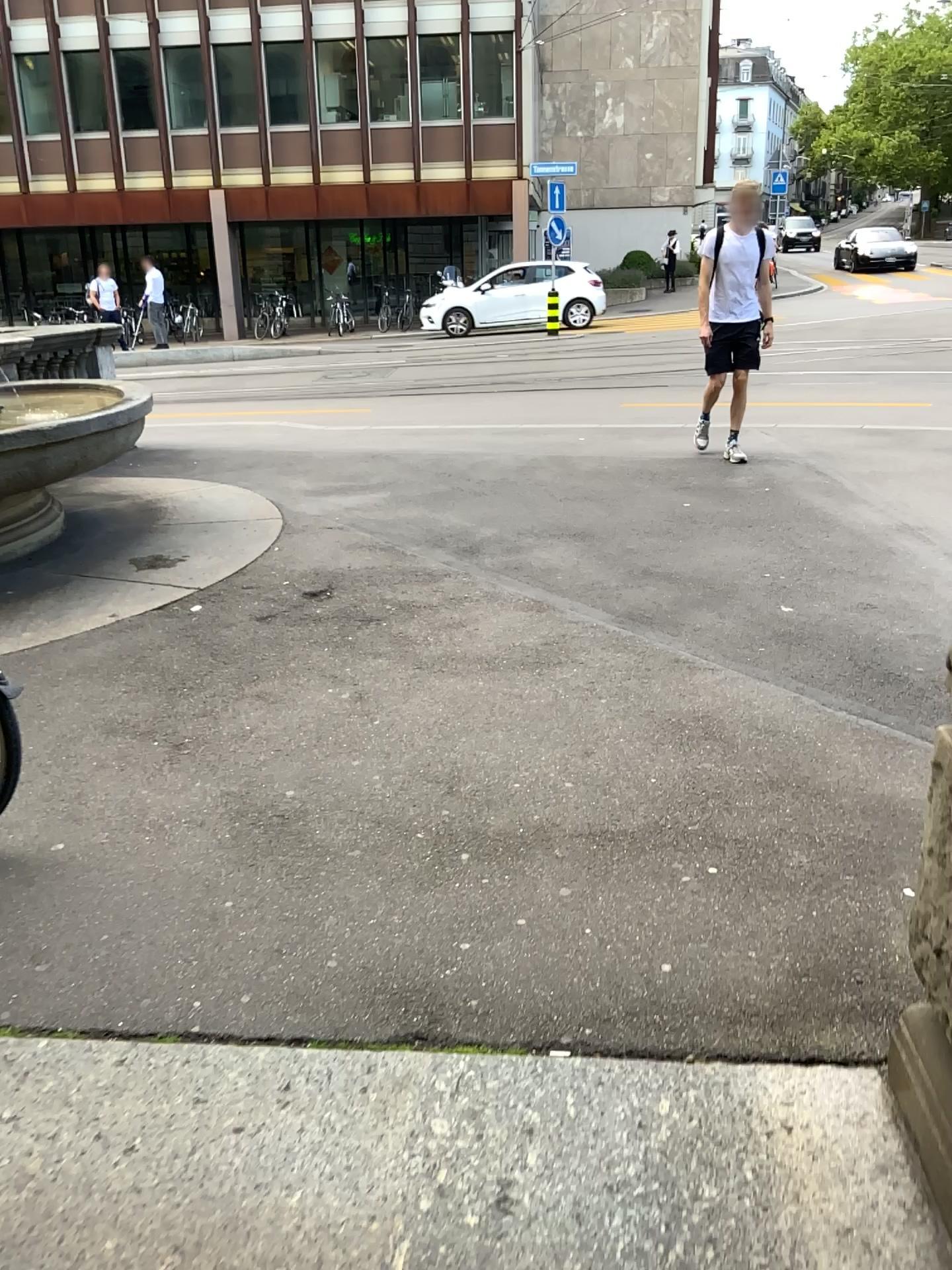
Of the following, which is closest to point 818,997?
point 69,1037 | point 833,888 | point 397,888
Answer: point 833,888
